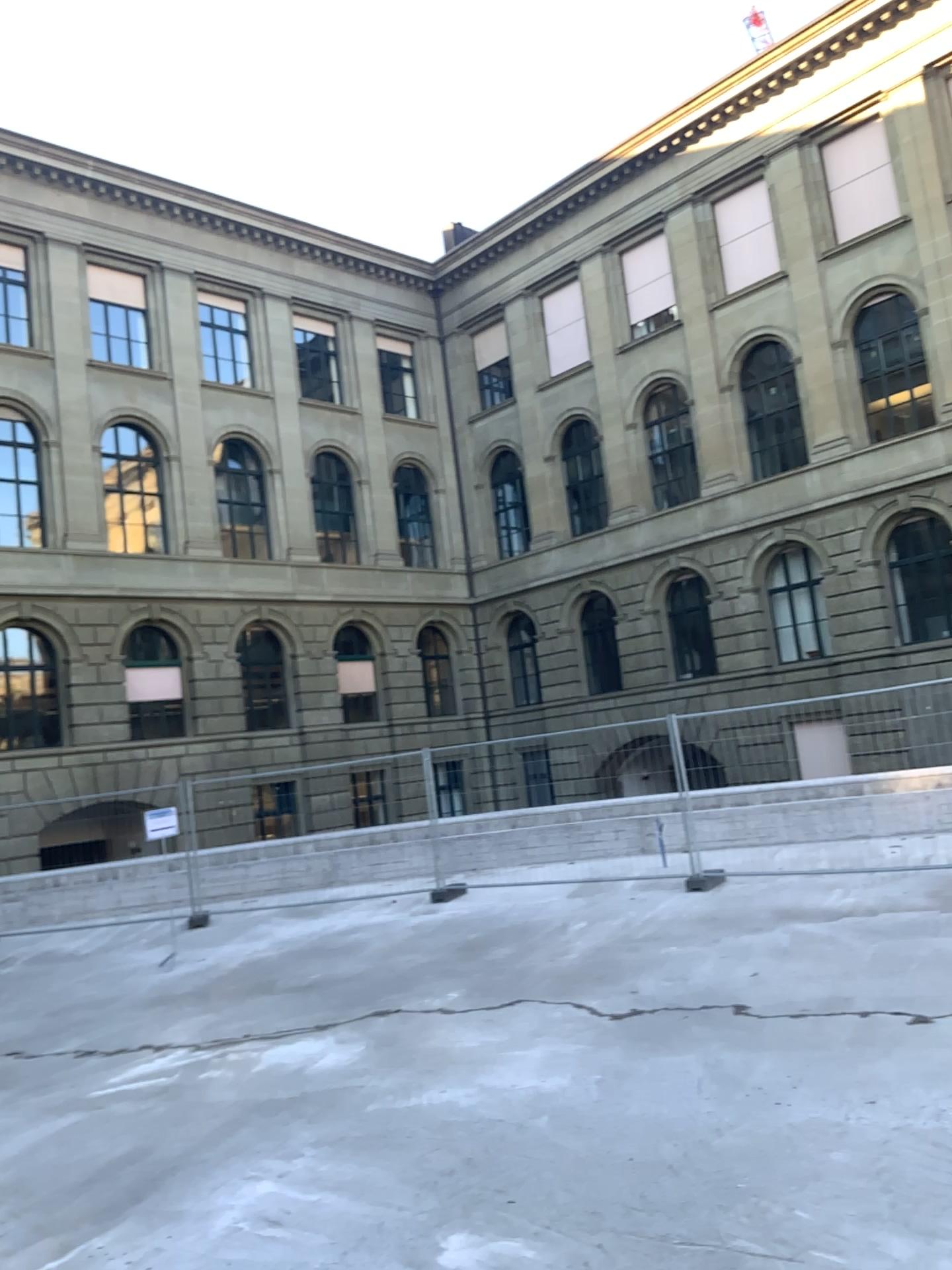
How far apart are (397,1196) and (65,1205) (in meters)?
1.48
